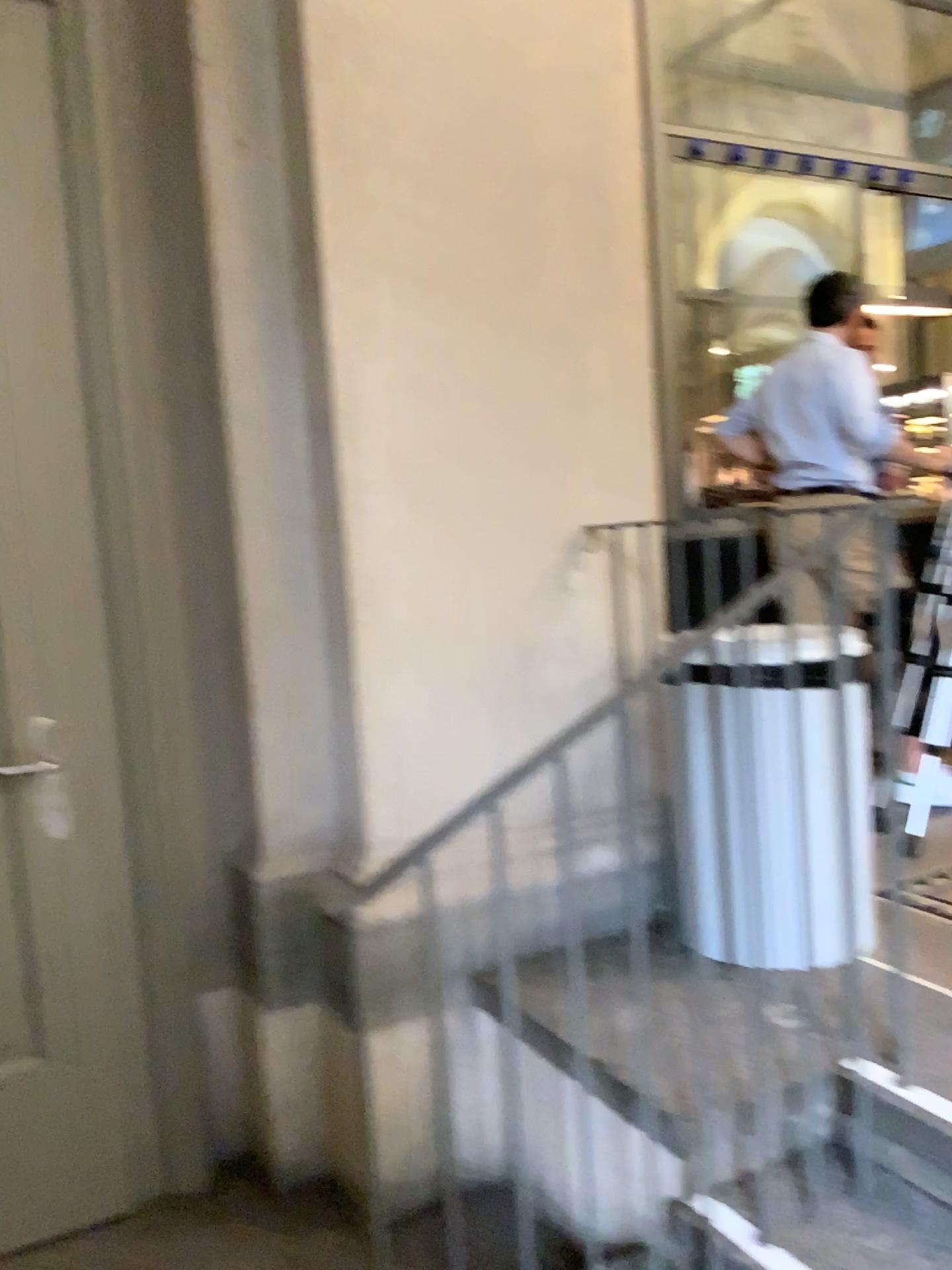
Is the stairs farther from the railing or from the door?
the door

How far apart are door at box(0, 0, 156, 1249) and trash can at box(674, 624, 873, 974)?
1.28m

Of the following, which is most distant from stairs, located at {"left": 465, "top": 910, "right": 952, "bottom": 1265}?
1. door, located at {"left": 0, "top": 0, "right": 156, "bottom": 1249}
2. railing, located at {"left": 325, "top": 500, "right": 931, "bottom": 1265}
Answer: door, located at {"left": 0, "top": 0, "right": 156, "bottom": 1249}

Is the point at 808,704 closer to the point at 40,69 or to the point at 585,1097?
the point at 585,1097

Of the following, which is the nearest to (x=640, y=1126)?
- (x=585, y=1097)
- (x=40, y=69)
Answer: (x=585, y=1097)

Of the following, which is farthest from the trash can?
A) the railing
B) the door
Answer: the door

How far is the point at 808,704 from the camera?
2.30m

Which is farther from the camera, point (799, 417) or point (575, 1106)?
point (799, 417)

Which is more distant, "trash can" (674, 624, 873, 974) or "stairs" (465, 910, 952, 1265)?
"trash can" (674, 624, 873, 974)

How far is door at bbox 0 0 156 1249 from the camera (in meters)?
2.22
